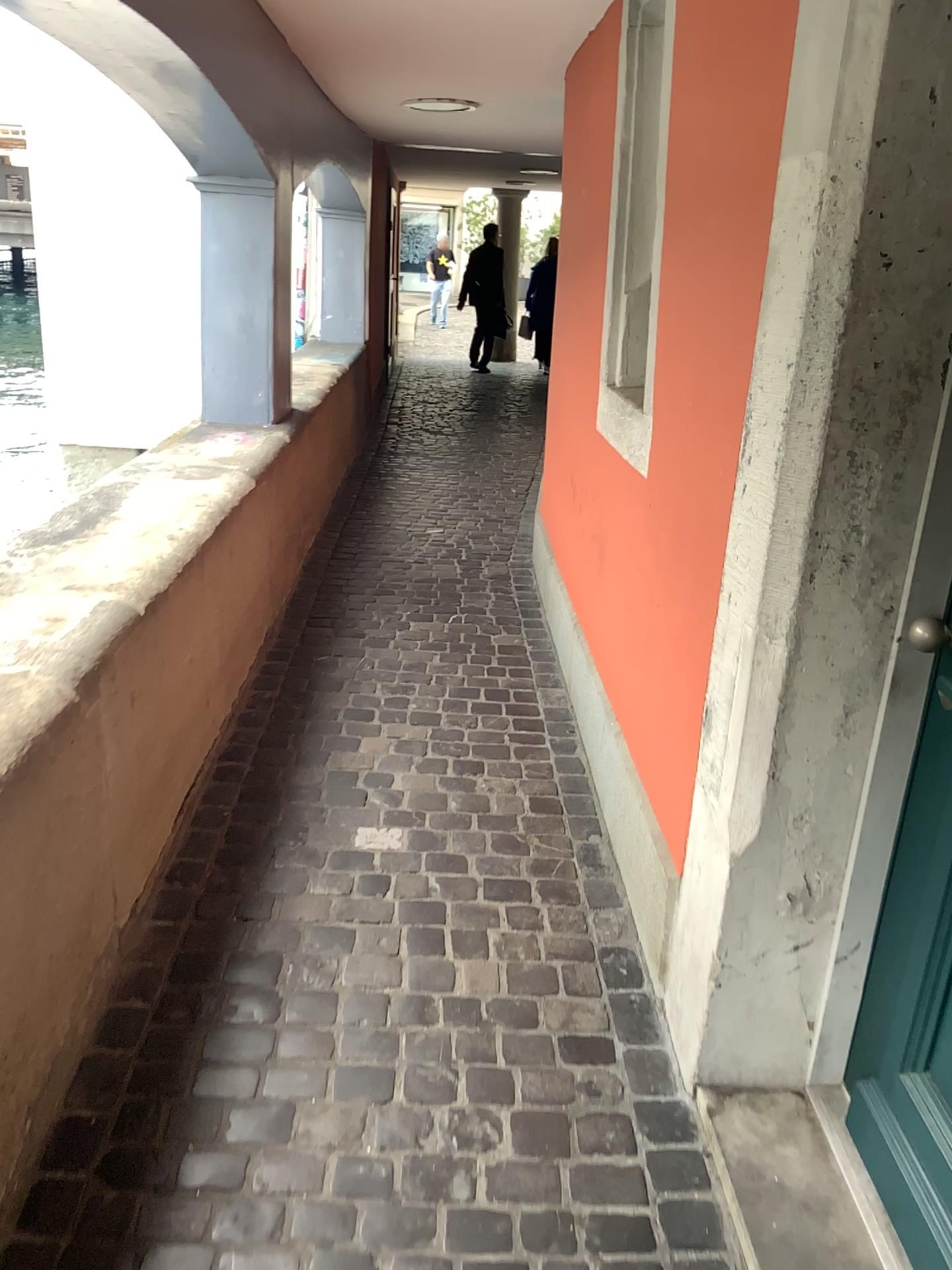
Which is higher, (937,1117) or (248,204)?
(248,204)

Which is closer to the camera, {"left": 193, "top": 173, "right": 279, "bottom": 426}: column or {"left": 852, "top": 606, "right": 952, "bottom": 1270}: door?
{"left": 852, "top": 606, "right": 952, "bottom": 1270}: door

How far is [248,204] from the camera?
Answer: 3.8m

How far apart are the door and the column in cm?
304

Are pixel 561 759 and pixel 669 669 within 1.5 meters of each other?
yes

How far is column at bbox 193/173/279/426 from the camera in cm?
384

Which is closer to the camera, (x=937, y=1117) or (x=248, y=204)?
(x=937, y=1117)

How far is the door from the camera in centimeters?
144cm
